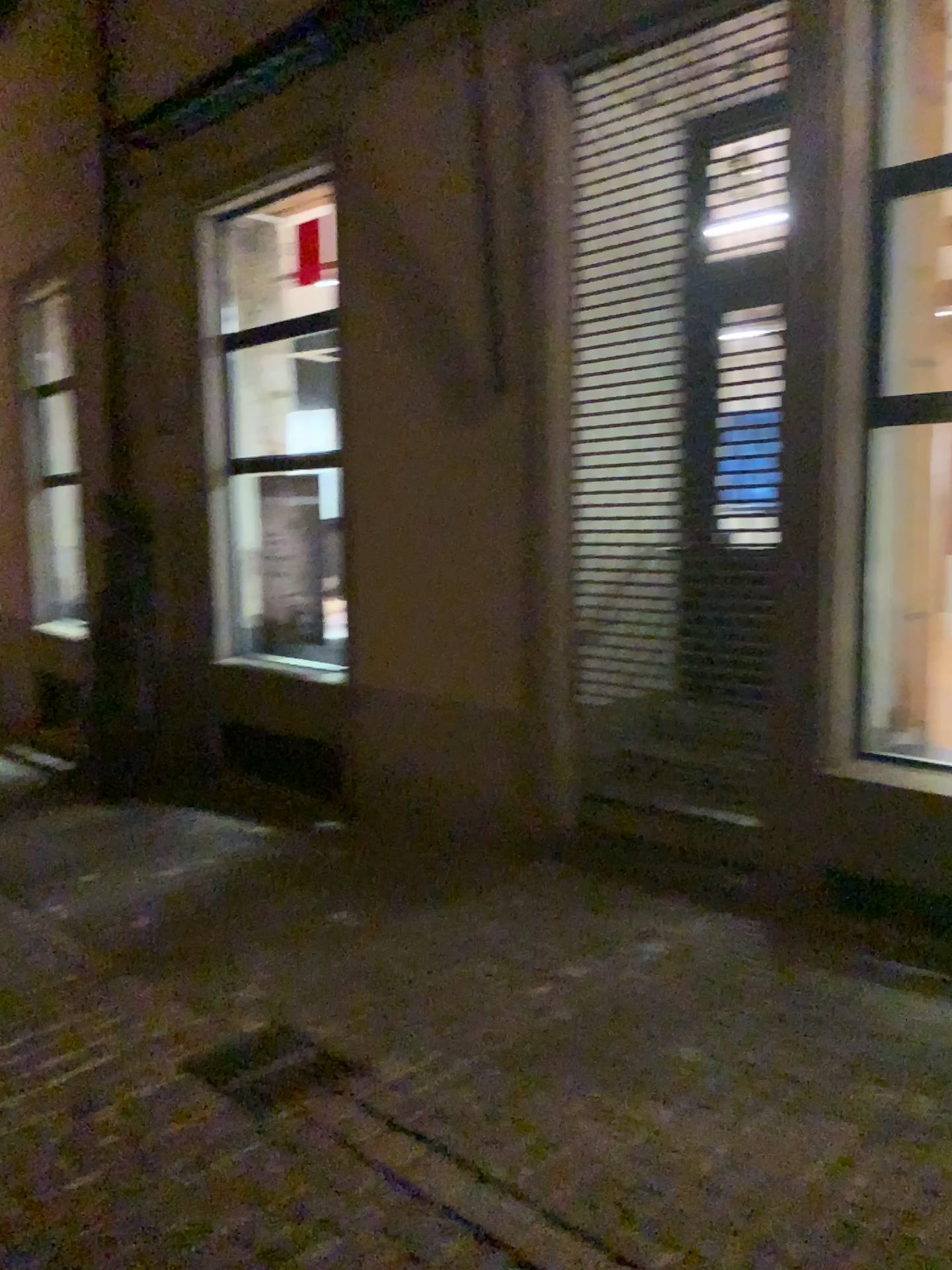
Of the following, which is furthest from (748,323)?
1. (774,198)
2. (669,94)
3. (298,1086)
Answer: (298,1086)

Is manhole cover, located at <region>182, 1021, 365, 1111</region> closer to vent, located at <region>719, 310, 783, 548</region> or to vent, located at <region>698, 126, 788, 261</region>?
vent, located at <region>719, 310, 783, 548</region>

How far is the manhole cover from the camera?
3.2 meters

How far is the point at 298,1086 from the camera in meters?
3.2 m

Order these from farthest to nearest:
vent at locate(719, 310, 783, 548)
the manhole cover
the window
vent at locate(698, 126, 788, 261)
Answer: vent at locate(719, 310, 783, 548) < vent at locate(698, 126, 788, 261) < the window < the manhole cover

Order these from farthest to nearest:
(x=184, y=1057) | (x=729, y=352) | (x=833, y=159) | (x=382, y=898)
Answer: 1. (x=382, y=898)
2. (x=729, y=352)
3. (x=833, y=159)
4. (x=184, y=1057)

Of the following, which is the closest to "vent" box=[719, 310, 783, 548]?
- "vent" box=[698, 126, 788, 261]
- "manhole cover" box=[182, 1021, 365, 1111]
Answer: "vent" box=[698, 126, 788, 261]

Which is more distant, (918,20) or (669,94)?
(669,94)

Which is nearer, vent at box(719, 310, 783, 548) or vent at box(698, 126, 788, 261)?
vent at box(698, 126, 788, 261)

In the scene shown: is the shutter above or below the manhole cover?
→ above
